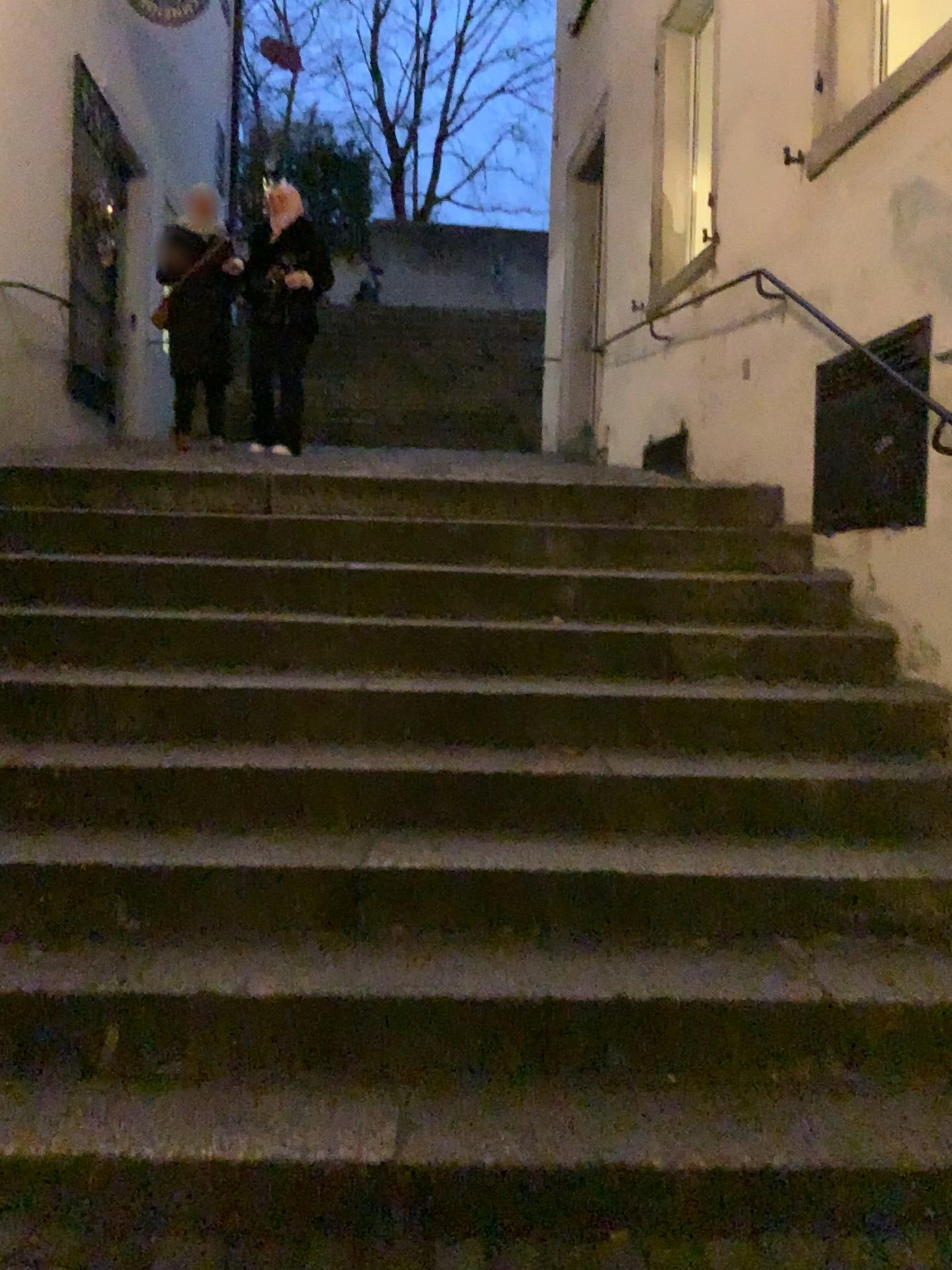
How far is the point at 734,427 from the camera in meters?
4.7
